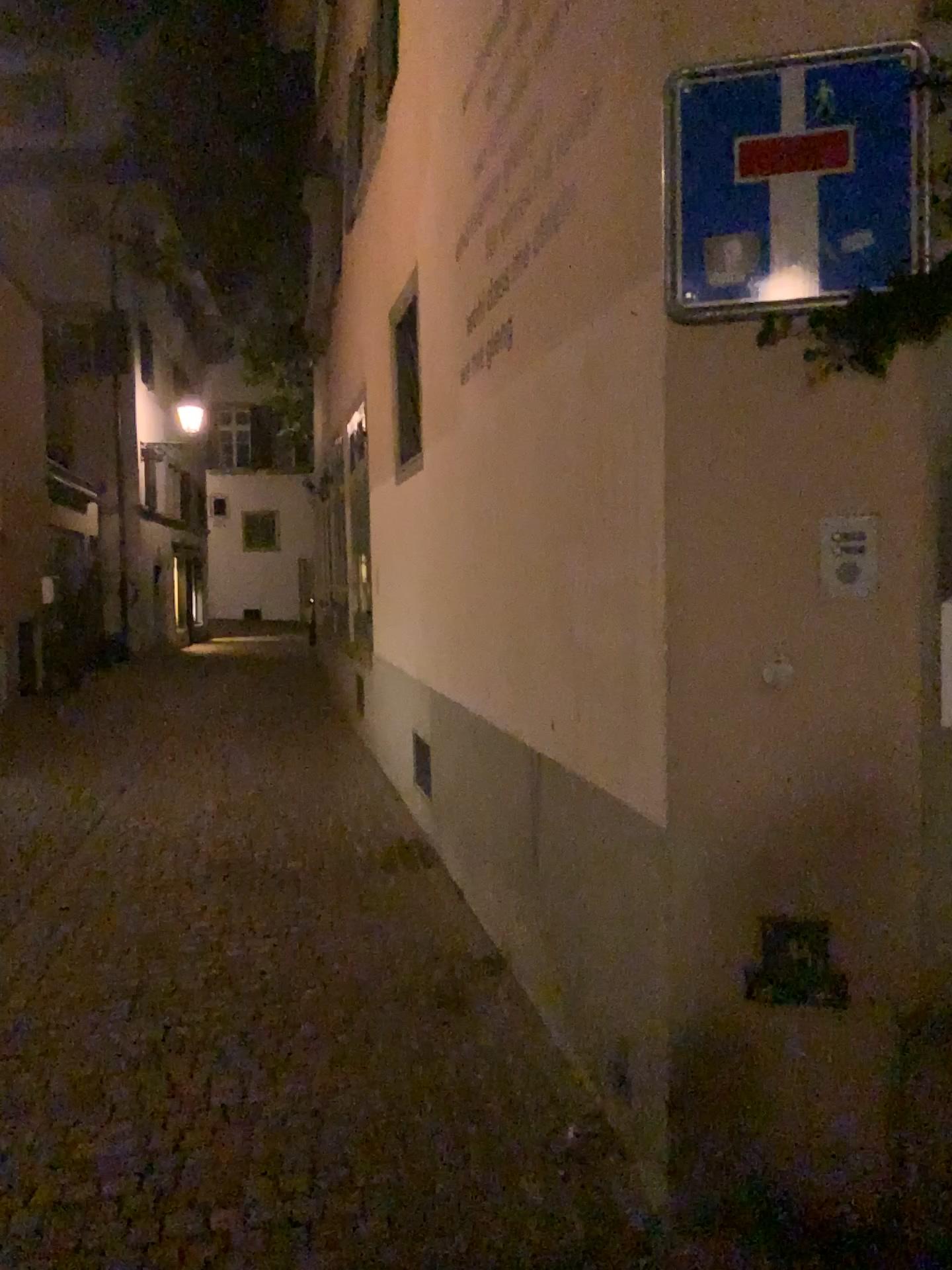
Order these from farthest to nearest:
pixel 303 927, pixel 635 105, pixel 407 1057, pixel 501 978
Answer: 1. pixel 303 927
2. pixel 501 978
3. pixel 407 1057
4. pixel 635 105
